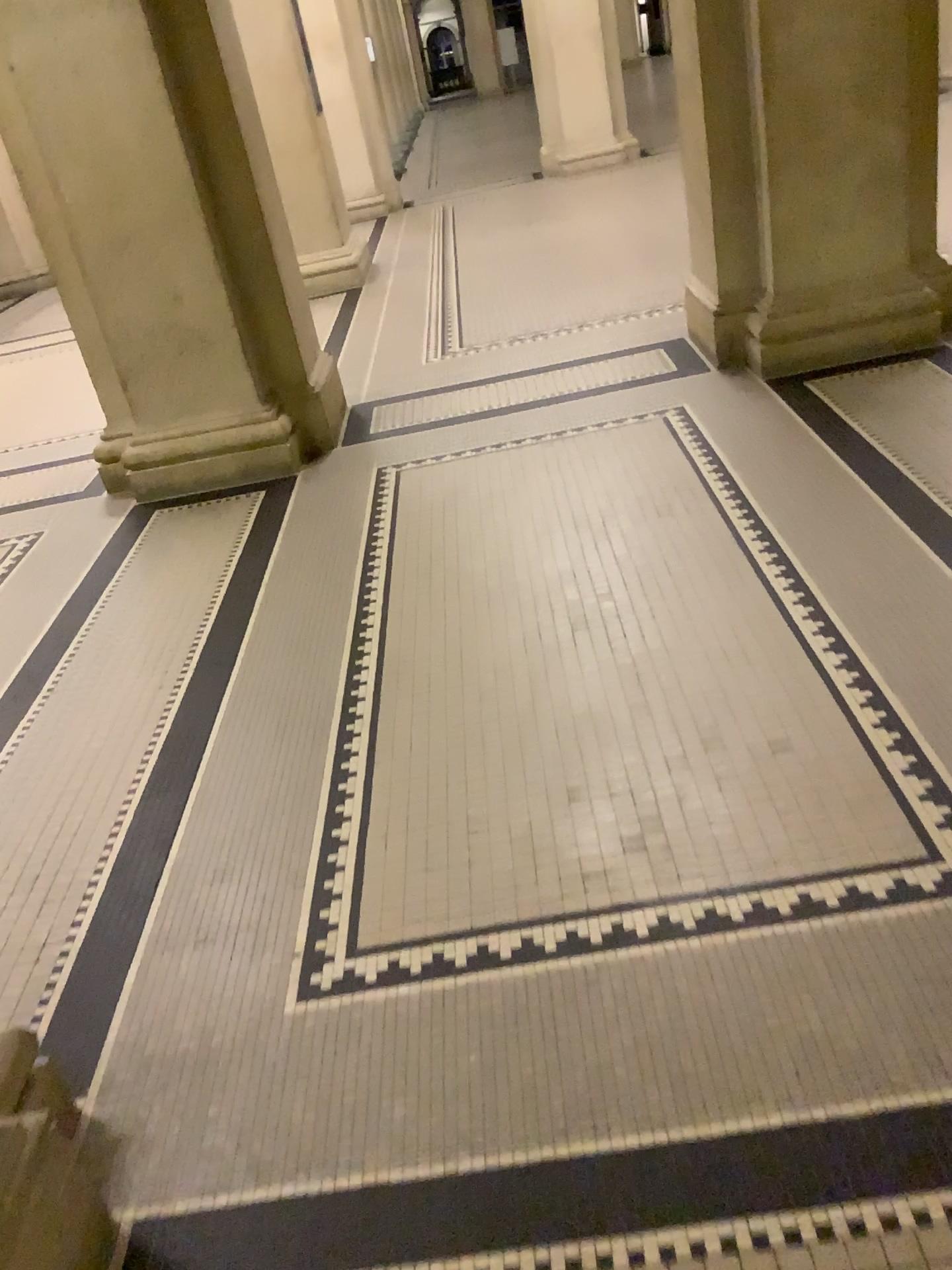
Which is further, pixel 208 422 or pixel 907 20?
pixel 208 422

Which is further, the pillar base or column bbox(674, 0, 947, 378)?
the pillar base

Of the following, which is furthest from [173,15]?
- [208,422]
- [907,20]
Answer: [907,20]

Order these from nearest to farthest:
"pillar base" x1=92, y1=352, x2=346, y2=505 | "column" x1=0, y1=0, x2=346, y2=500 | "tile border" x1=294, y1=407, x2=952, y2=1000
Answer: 1. "tile border" x1=294, y1=407, x2=952, y2=1000
2. "column" x1=0, y1=0, x2=346, y2=500
3. "pillar base" x1=92, y1=352, x2=346, y2=505

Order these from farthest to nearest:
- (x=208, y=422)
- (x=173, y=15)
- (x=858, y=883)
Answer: (x=208, y=422) < (x=173, y=15) < (x=858, y=883)

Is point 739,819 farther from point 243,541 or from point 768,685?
point 243,541

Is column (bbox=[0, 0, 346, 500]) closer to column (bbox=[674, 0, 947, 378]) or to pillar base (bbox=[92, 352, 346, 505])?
pillar base (bbox=[92, 352, 346, 505])

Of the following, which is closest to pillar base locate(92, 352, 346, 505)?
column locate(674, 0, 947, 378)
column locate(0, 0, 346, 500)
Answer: column locate(0, 0, 346, 500)

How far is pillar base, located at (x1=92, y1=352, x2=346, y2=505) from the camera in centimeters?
436cm
